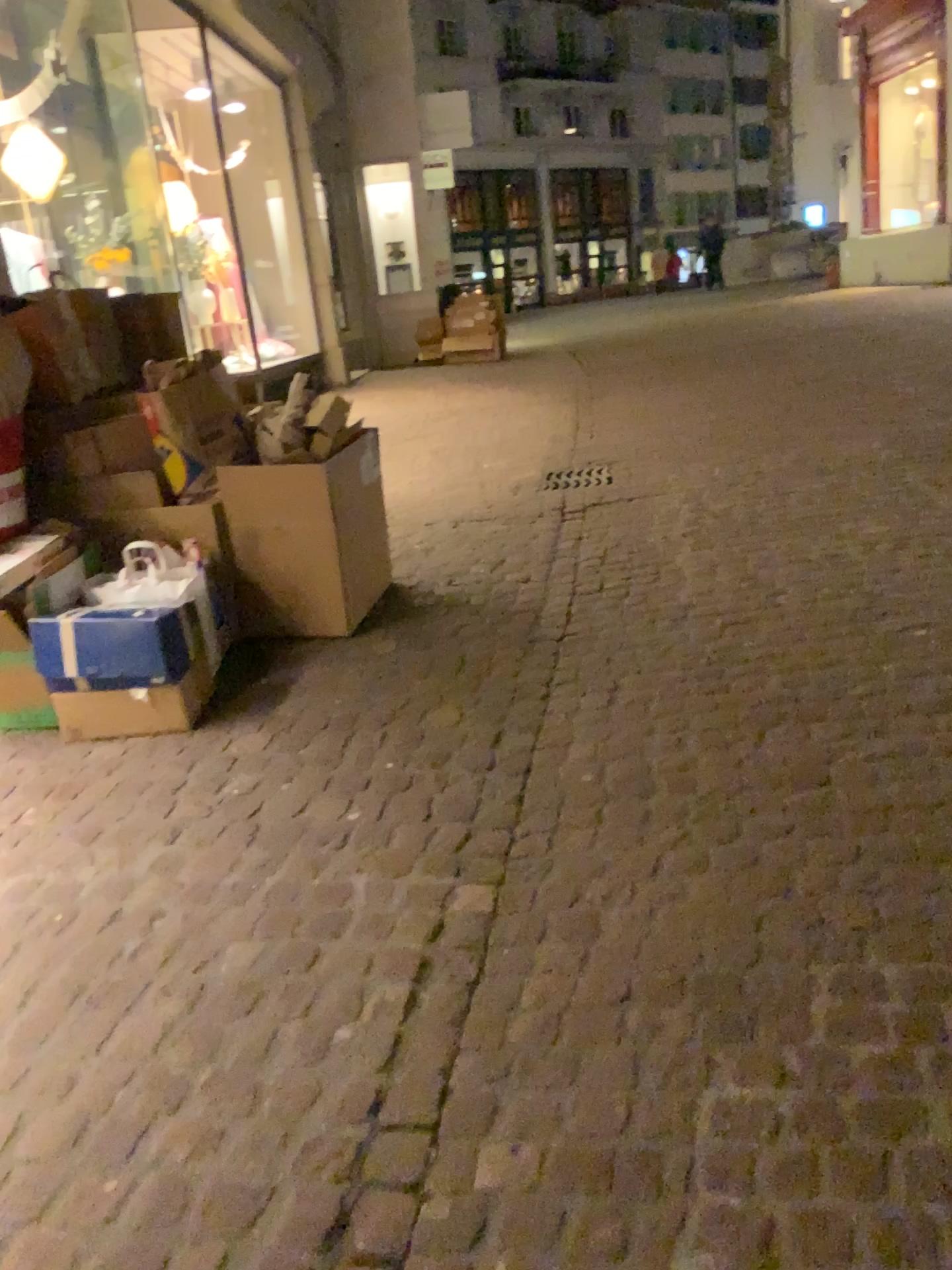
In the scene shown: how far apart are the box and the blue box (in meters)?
0.55

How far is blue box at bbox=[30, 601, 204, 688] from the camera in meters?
3.0 m

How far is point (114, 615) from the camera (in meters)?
3.02

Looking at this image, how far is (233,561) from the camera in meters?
3.7 m

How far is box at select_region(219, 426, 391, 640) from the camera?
3.55m

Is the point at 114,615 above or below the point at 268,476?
below

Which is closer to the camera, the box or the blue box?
the blue box

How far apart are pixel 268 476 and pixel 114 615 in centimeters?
79cm
